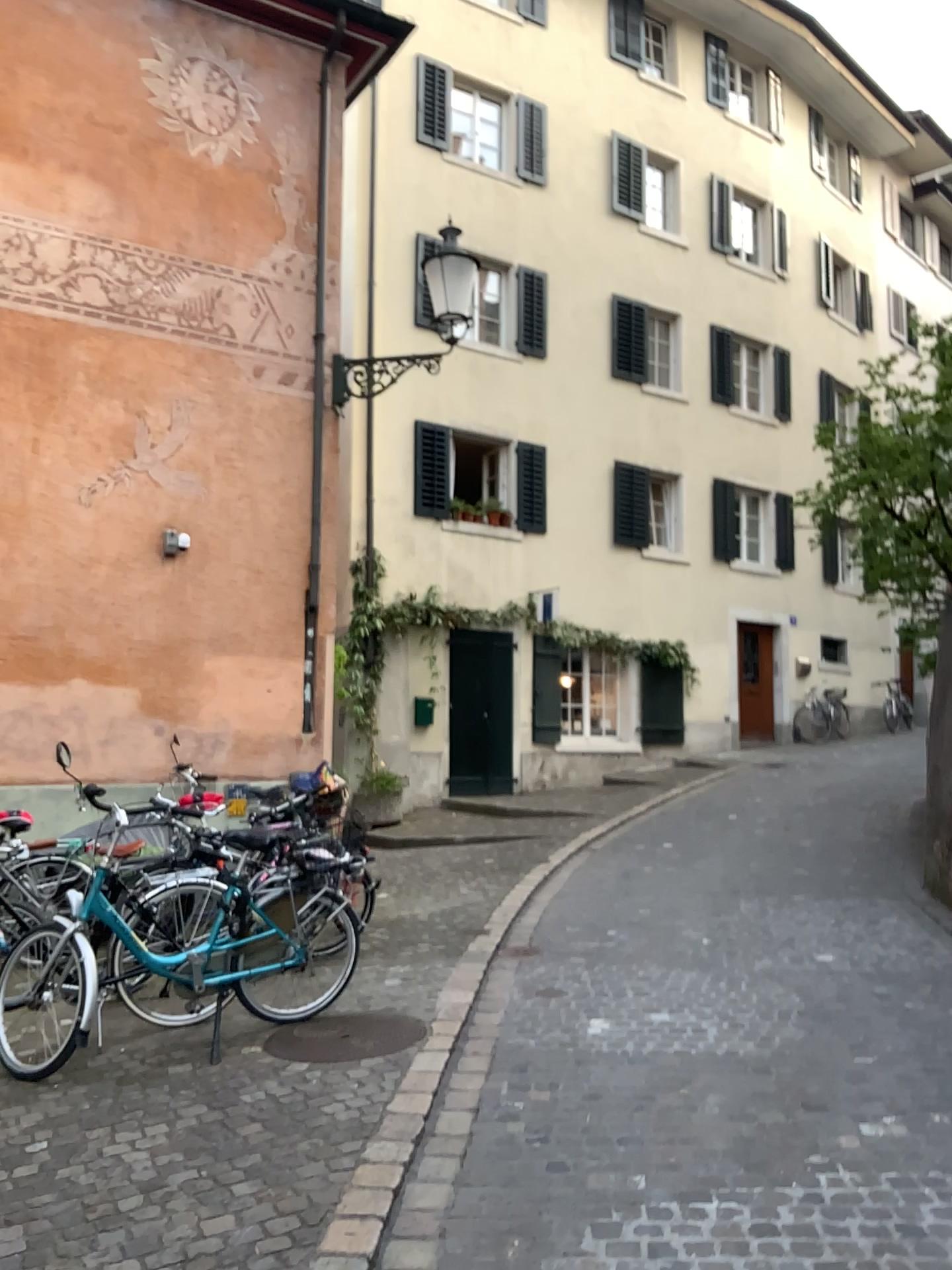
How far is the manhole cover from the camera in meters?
4.5

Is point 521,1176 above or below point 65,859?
below

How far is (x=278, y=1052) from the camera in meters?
4.5
